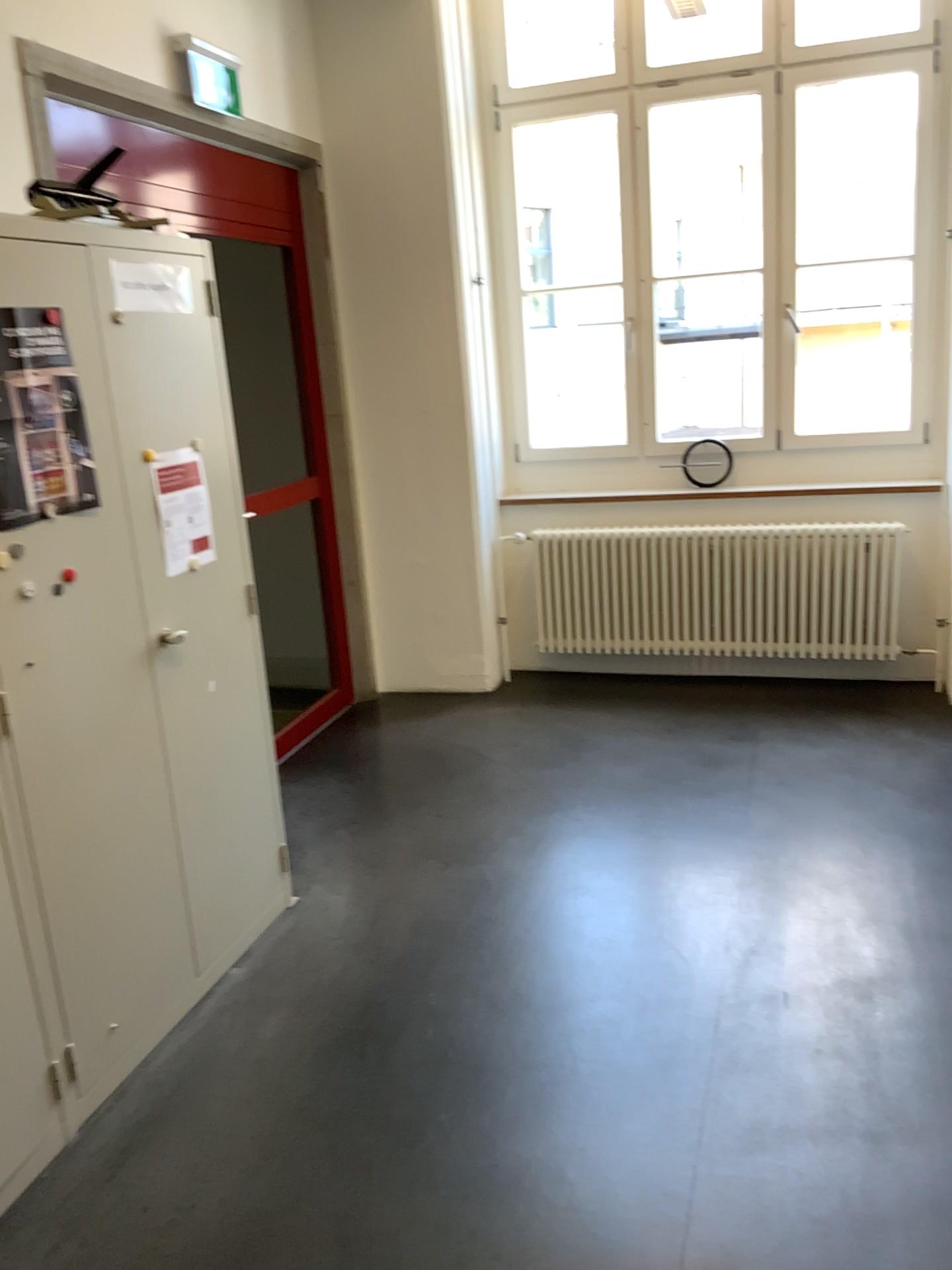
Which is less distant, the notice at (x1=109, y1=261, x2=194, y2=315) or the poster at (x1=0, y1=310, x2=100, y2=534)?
the poster at (x1=0, y1=310, x2=100, y2=534)

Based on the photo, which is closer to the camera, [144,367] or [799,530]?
[144,367]

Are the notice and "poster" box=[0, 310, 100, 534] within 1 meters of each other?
yes

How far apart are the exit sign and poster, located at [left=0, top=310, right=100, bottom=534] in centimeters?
179cm

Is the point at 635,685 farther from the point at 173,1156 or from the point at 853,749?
the point at 173,1156

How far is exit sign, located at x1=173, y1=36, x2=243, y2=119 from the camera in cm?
358

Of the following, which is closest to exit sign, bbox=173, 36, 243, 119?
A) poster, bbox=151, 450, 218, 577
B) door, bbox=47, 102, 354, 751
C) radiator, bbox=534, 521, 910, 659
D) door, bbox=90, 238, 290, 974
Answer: door, bbox=47, 102, 354, 751

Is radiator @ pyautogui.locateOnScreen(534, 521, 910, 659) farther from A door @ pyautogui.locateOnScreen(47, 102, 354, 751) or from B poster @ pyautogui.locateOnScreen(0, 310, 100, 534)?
B poster @ pyautogui.locateOnScreen(0, 310, 100, 534)

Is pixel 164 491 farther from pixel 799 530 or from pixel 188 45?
pixel 799 530

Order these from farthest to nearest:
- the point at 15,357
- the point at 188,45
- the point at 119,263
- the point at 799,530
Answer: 1. the point at 799,530
2. the point at 188,45
3. the point at 119,263
4. the point at 15,357
